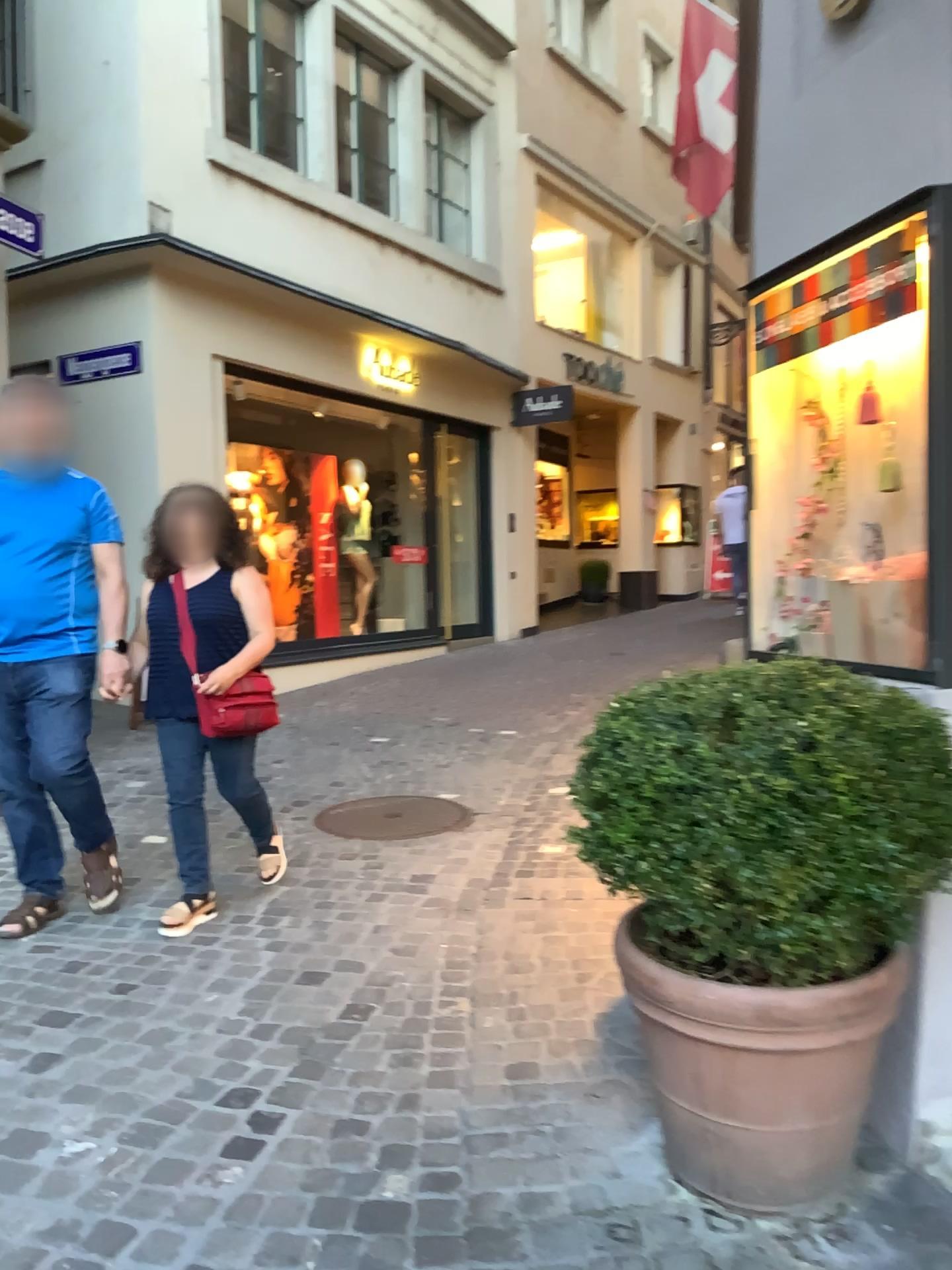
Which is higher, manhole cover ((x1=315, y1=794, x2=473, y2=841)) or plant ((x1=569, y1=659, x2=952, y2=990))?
plant ((x1=569, y1=659, x2=952, y2=990))

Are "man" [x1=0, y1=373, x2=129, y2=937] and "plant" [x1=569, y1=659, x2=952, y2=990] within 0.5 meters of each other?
no

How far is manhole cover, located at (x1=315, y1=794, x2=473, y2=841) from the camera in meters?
4.7

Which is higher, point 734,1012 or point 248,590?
point 248,590

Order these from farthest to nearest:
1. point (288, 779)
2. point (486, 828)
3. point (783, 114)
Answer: point (288, 779) < point (486, 828) < point (783, 114)

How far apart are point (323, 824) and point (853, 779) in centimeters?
327cm

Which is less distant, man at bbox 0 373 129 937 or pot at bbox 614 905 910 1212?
pot at bbox 614 905 910 1212

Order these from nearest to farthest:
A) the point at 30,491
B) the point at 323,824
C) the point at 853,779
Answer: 1. the point at 853,779
2. the point at 30,491
3. the point at 323,824

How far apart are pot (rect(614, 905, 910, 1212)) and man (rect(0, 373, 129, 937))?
2.2 meters

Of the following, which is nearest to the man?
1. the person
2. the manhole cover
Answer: the person
